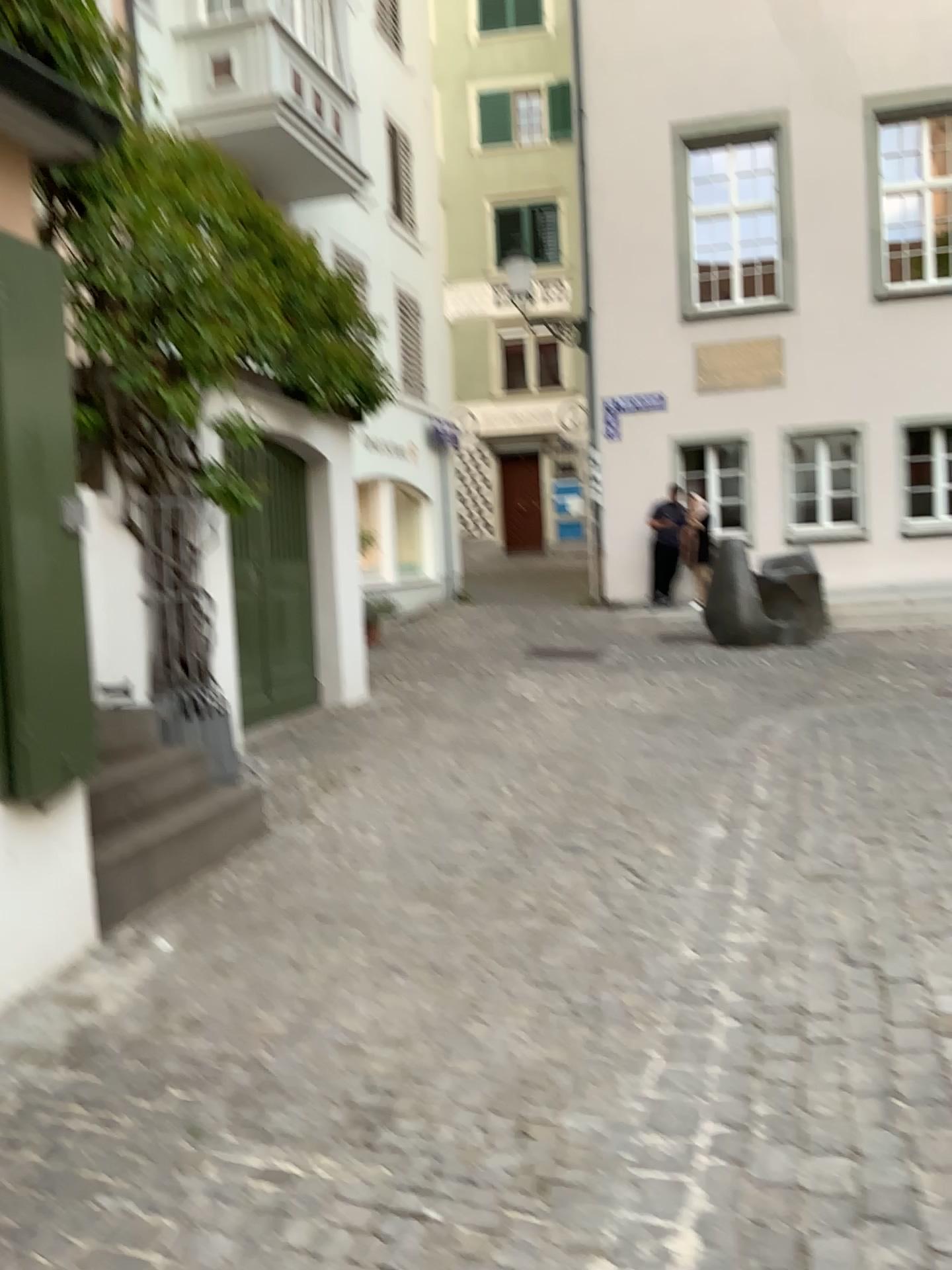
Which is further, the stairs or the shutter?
the stairs

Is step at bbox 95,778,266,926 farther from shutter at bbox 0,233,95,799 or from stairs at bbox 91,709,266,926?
shutter at bbox 0,233,95,799

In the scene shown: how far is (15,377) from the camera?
3.1 meters

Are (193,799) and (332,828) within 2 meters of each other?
yes

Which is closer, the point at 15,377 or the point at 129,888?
the point at 15,377

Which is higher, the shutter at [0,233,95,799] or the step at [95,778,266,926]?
the shutter at [0,233,95,799]

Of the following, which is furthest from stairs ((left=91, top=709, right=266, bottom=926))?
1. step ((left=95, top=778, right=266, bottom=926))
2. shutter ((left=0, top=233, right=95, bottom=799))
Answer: shutter ((left=0, top=233, right=95, bottom=799))

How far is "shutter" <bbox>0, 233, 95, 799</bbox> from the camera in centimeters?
314cm

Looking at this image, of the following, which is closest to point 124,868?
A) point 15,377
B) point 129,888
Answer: point 129,888
